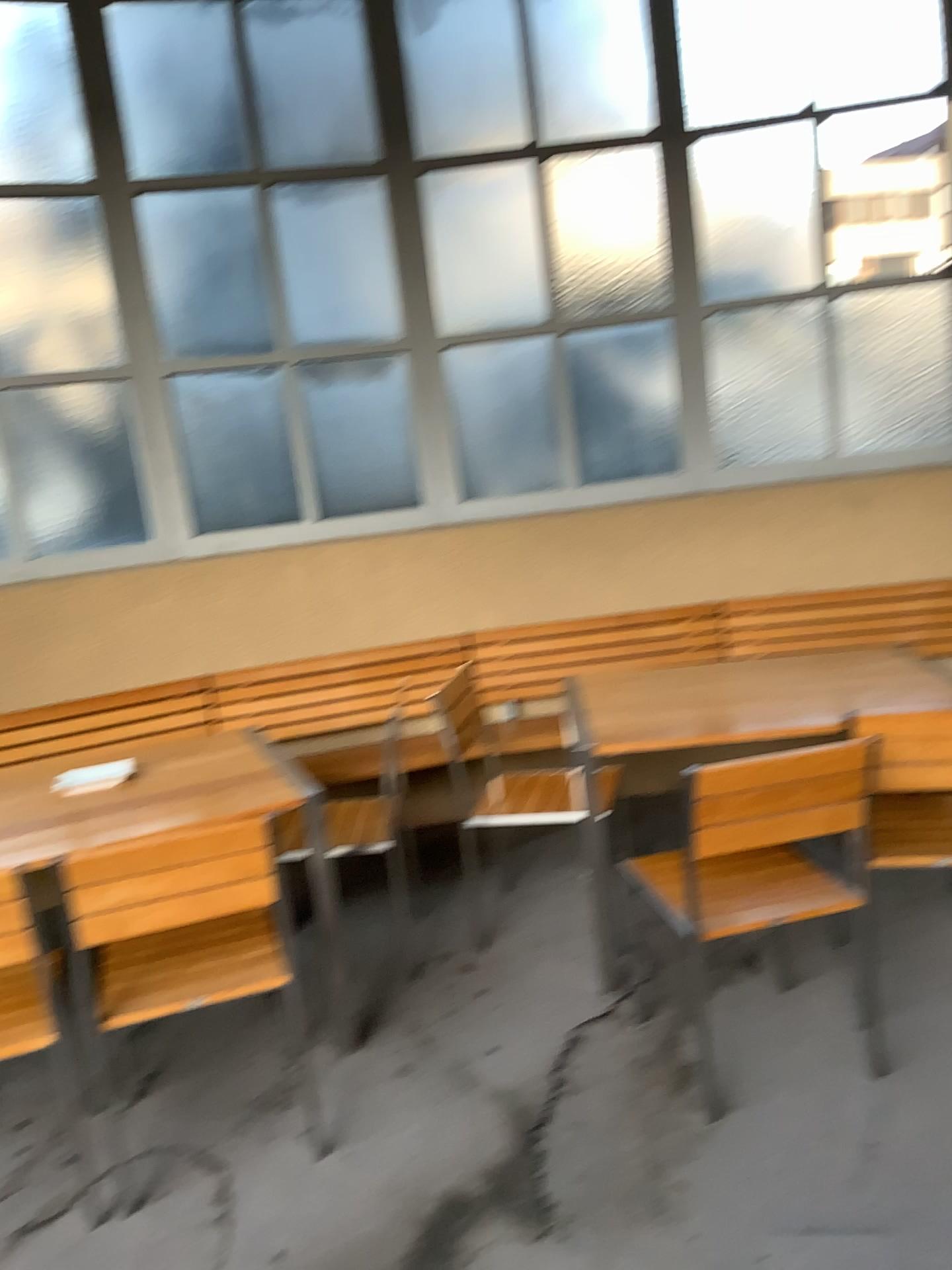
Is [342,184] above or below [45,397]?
above

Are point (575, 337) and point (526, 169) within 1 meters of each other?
yes

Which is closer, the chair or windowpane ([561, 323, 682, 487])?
the chair

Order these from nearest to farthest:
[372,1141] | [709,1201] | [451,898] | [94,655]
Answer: [709,1201] → [372,1141] → [451,898] → [94,655]

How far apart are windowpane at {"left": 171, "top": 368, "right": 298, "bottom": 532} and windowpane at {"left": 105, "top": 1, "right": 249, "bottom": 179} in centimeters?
80cm

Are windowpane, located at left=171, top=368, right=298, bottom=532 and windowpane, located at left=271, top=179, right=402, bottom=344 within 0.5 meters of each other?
yes

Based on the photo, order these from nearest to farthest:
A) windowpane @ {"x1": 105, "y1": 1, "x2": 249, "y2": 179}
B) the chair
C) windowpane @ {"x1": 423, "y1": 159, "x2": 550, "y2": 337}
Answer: the chair < windowpane @ {"x1": 105, "y1": 1, "x2": 249, "y2": 179} < windowpane @ {"x1": 423, "y1": 159, "x2": 550, "y2": 337}

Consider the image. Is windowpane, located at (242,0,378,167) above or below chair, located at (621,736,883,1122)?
above

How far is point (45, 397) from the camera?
4.1 meters

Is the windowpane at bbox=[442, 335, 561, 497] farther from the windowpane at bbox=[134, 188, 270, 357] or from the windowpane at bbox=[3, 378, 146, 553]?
the windowpane at bbox=[3, 378, 146, 553]
